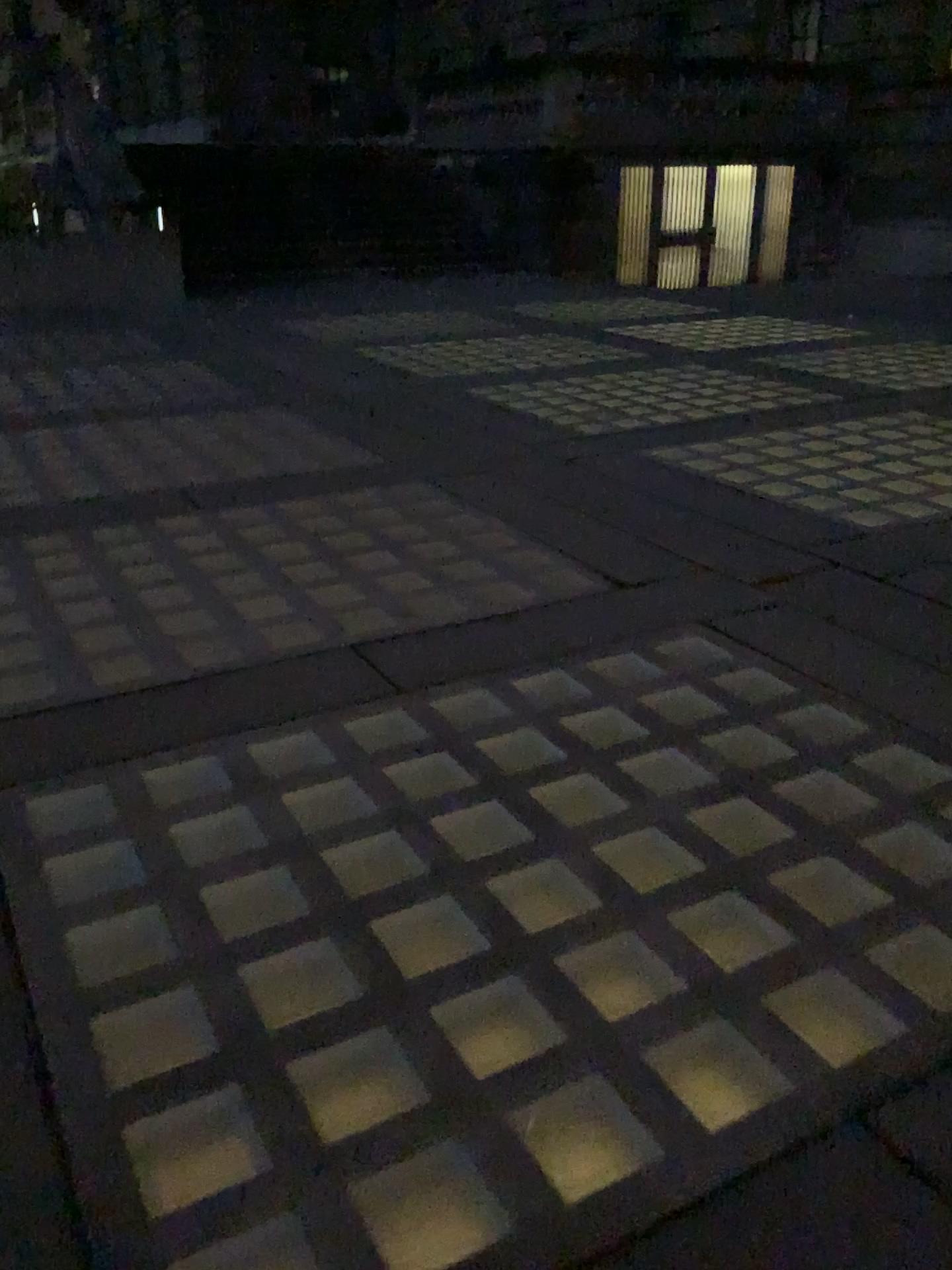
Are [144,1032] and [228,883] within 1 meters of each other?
yes
